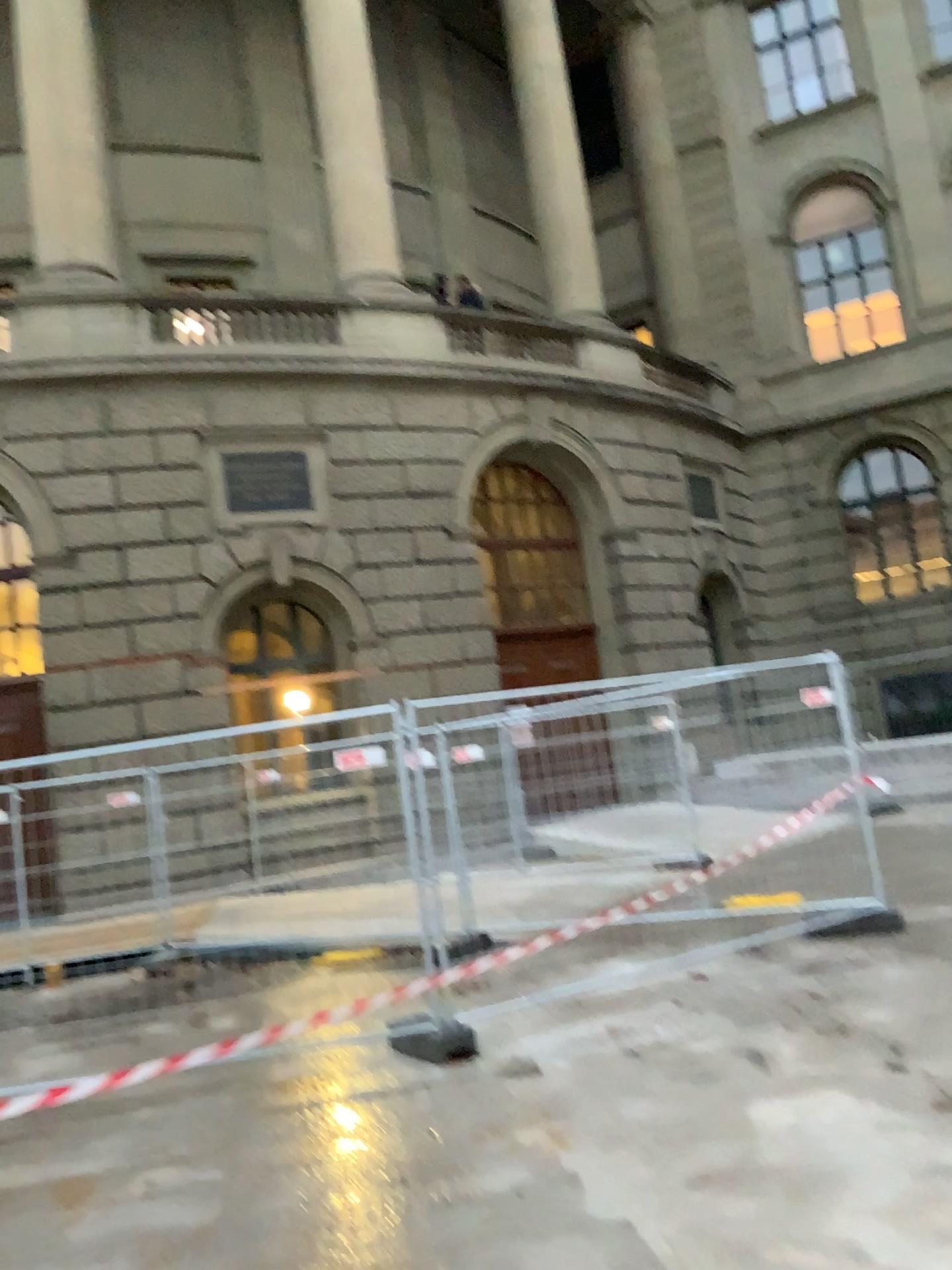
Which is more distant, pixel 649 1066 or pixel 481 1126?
pixel 649 1066
